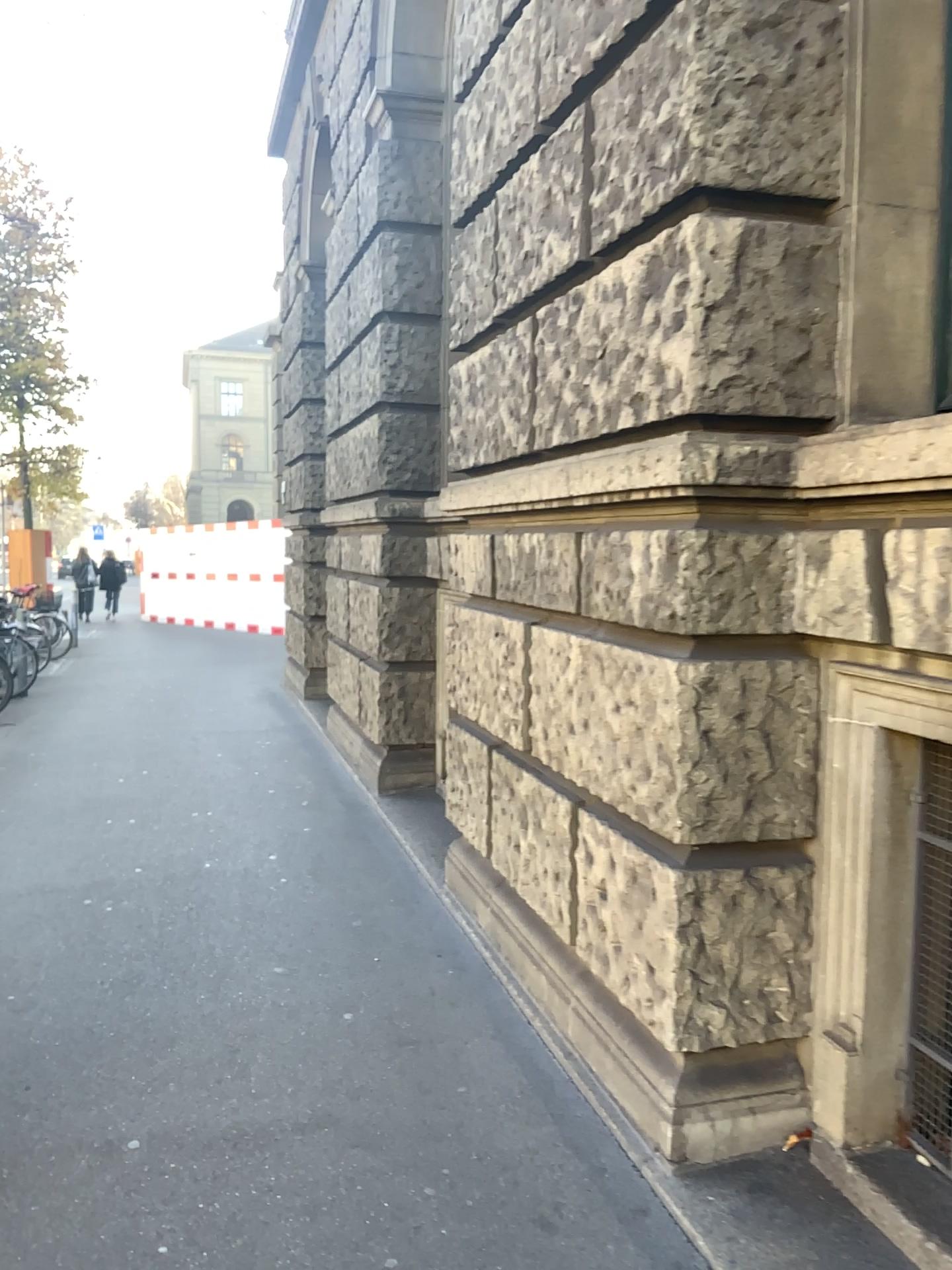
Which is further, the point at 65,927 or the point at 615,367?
the point at 65,927
